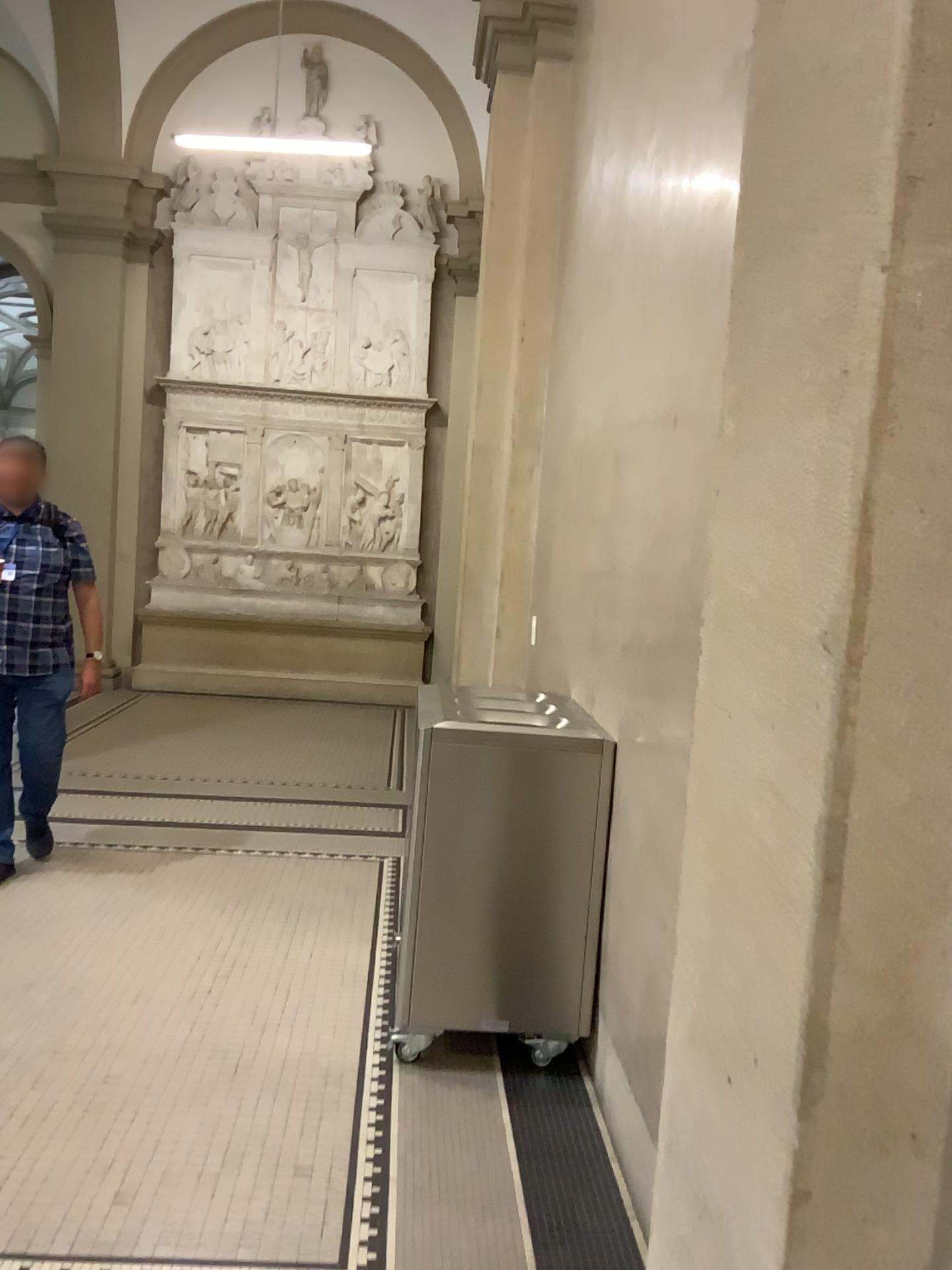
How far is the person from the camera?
4.3 meters

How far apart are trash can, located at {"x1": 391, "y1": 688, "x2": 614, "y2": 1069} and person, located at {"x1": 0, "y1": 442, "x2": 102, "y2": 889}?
2.0 meters

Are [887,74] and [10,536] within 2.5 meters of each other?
no

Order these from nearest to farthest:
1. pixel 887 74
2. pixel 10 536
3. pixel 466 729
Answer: pixel 887 74 → pixel 466 729 → pixel 10 536

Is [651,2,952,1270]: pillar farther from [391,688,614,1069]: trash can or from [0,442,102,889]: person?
[0,442,102,889]: person

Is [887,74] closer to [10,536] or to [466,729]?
[466,729]

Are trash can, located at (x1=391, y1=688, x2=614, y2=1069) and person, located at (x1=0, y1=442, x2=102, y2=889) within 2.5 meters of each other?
yes

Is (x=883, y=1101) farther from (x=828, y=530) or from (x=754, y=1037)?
(x=828, y=530)

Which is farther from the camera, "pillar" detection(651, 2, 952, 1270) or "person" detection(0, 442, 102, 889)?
"person" detection(0, 442, 102, 889)

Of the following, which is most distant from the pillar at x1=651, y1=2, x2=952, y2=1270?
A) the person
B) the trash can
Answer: the person
